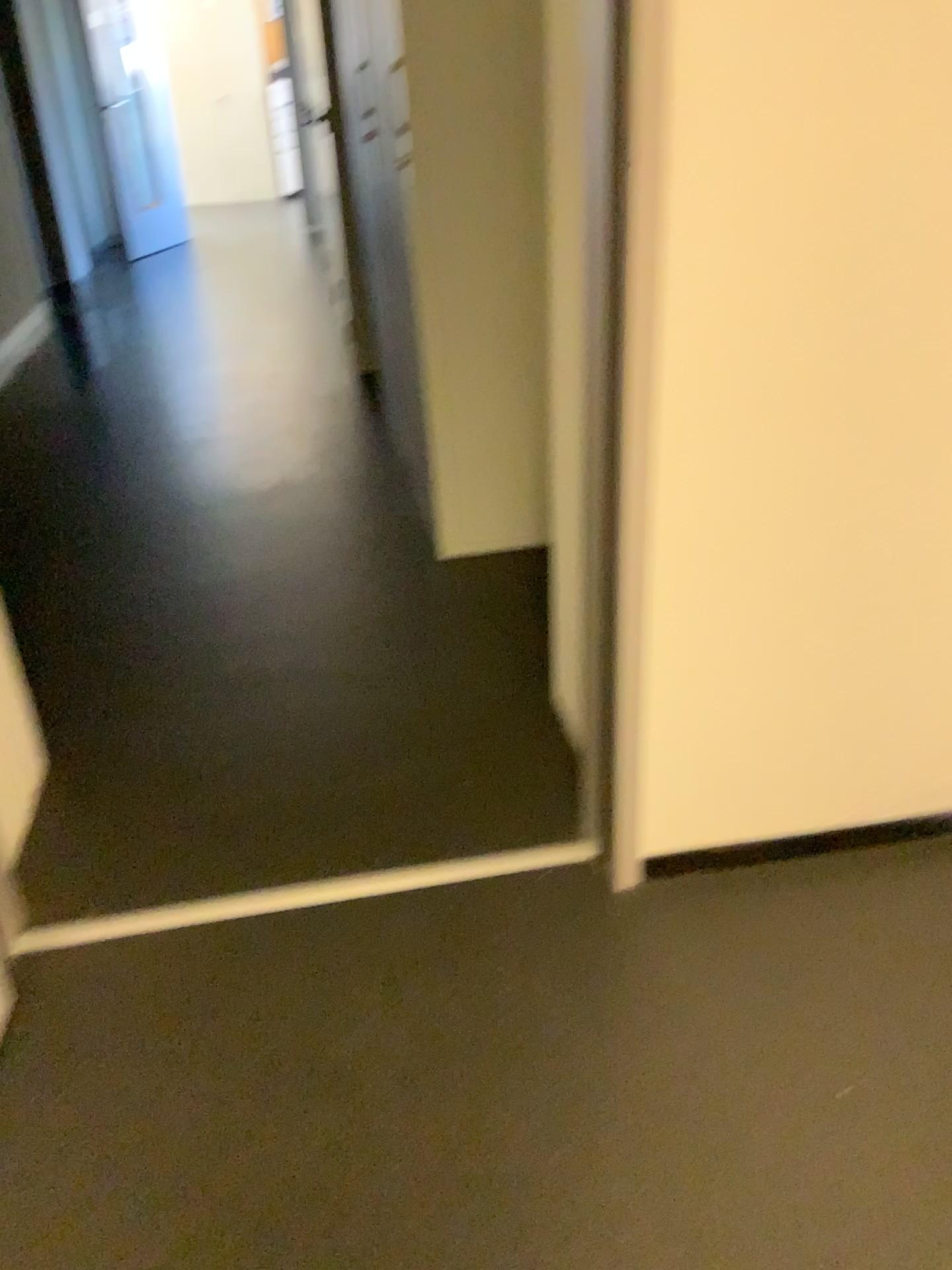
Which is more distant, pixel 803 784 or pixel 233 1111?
pixel 803 784
